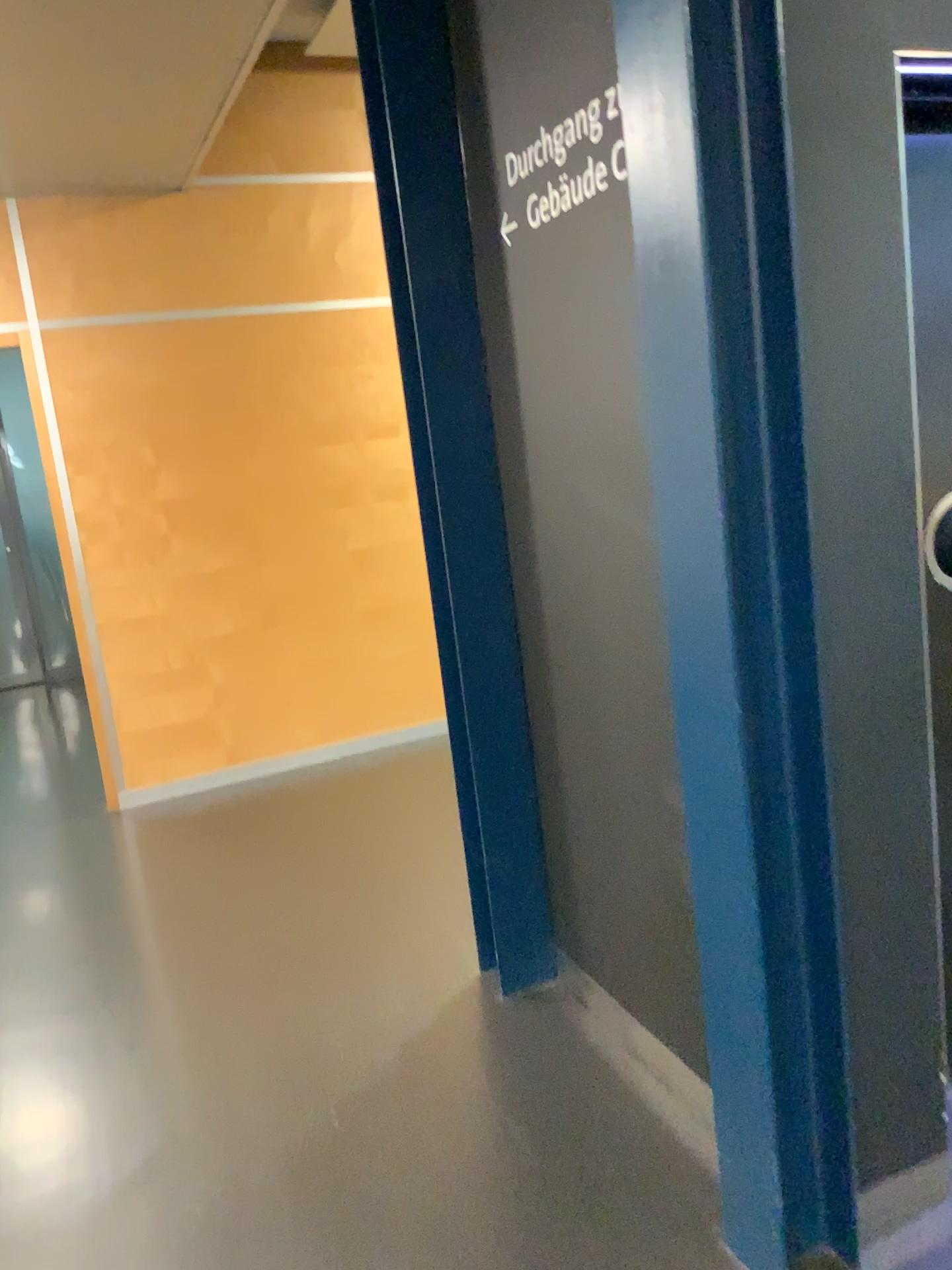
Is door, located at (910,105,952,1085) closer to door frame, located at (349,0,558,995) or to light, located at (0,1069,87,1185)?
door frame, located at (349,0,558,995)

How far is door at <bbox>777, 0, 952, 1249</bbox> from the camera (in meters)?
1.52

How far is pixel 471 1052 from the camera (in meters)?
2.43

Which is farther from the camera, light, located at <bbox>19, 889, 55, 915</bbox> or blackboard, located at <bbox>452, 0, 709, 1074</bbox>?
light, located at <bbox>19, 889, 55, 915</bbox>

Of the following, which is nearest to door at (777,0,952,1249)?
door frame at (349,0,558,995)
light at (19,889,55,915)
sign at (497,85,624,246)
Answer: sign at (497,85,624,246)

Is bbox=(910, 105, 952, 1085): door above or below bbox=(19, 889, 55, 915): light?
above

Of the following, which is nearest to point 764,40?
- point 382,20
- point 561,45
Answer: point 561,45

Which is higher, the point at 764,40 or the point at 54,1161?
the point at 764,40

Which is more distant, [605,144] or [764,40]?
[605,144]

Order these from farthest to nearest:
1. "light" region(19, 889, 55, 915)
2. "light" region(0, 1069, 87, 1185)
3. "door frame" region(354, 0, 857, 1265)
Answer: "light" region(19, 889, 55, 915) → "light" region(0, 1069, 87, 1185) → "door frame" region(354, 0, 857, 1265)
